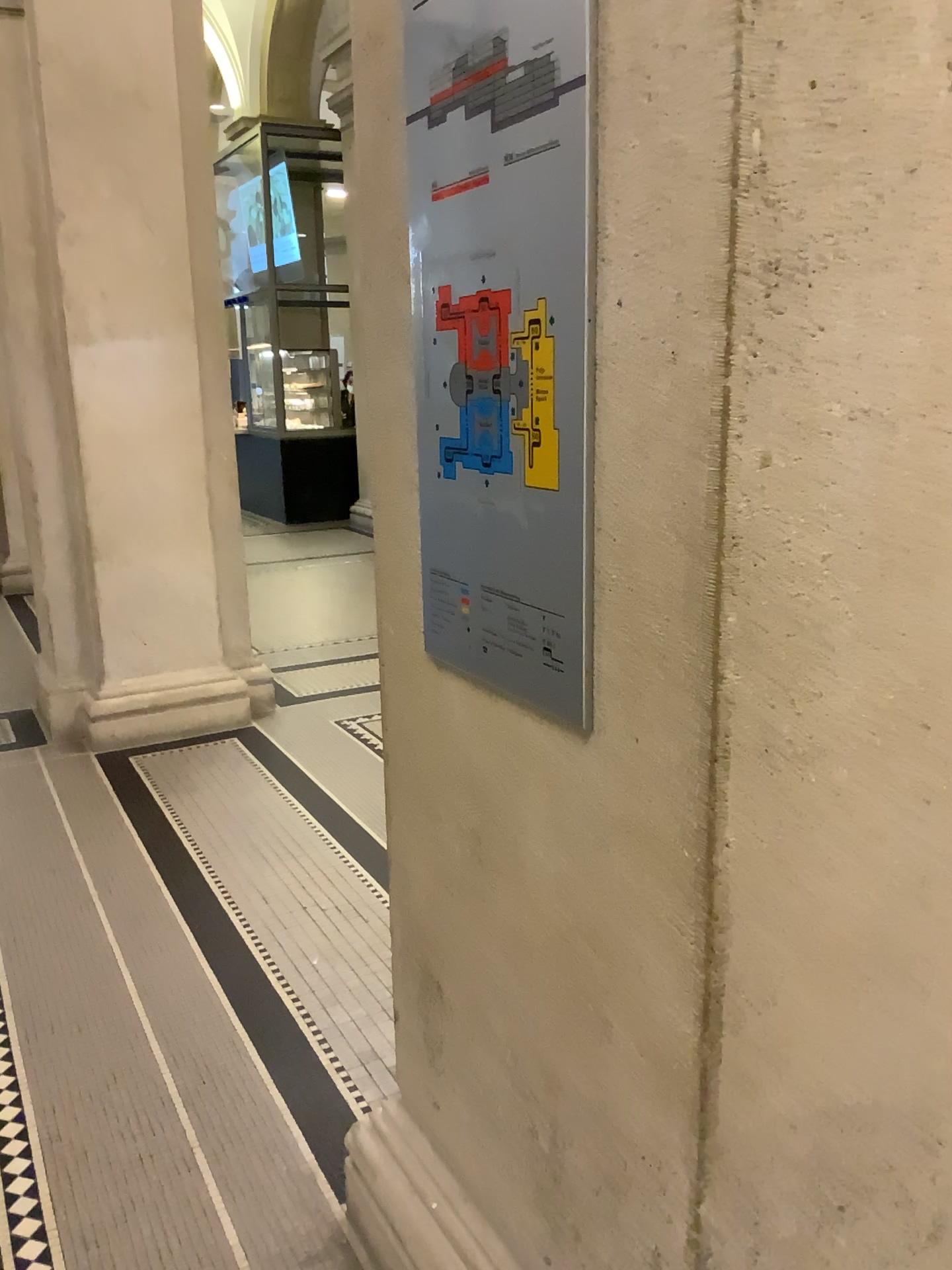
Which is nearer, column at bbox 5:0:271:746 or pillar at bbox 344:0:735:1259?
pillar at bbox 344:0:735:1259

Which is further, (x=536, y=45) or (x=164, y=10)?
(x=164, y=10)

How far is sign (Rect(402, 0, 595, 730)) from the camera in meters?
1.1

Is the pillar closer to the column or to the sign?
the sign

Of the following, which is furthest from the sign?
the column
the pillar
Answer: the column

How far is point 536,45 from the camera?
1.1 meters

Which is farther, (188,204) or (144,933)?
(188,204)

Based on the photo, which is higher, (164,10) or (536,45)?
(164,10)

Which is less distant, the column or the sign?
the sign
